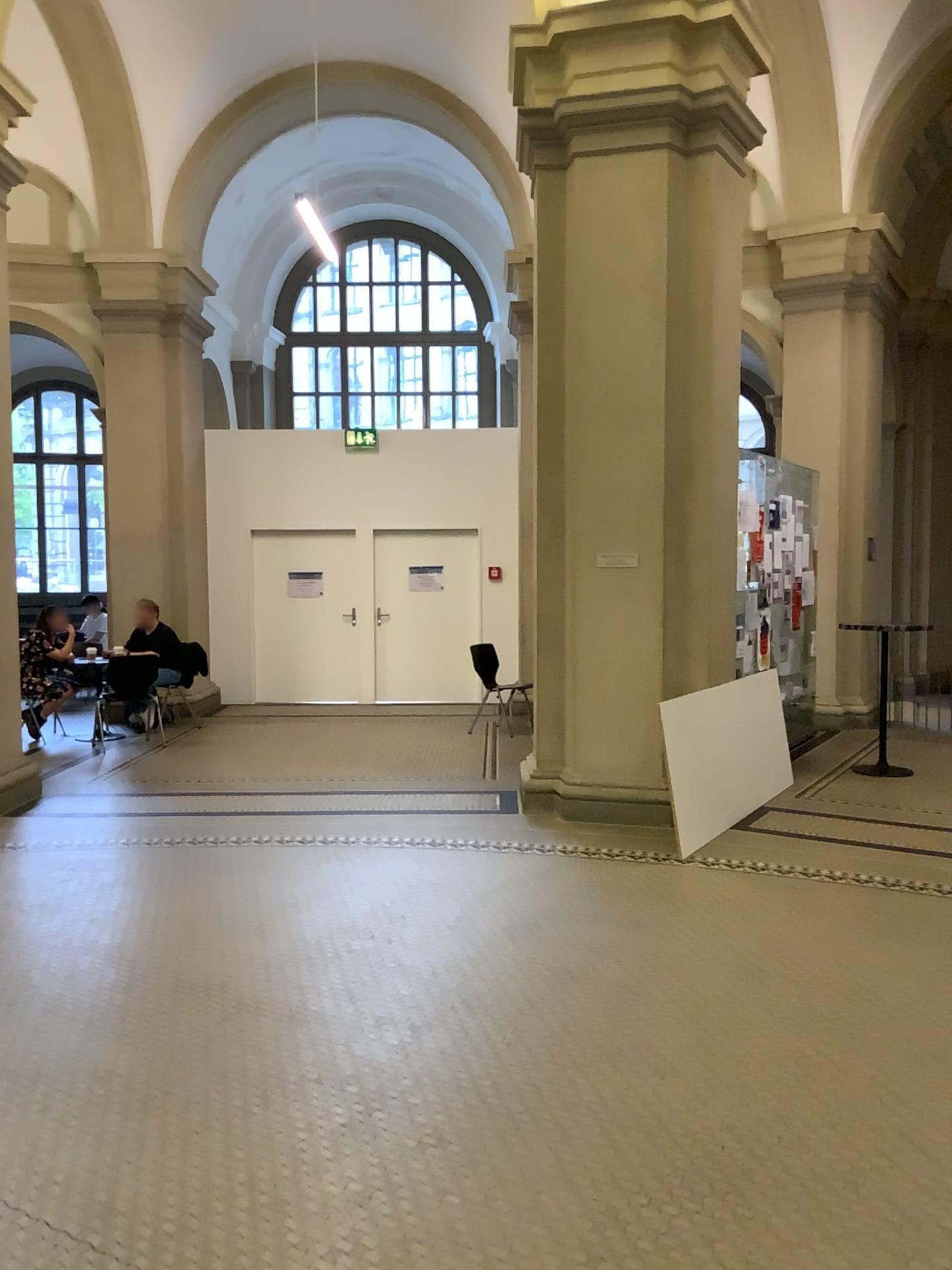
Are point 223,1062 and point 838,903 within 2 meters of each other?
no
